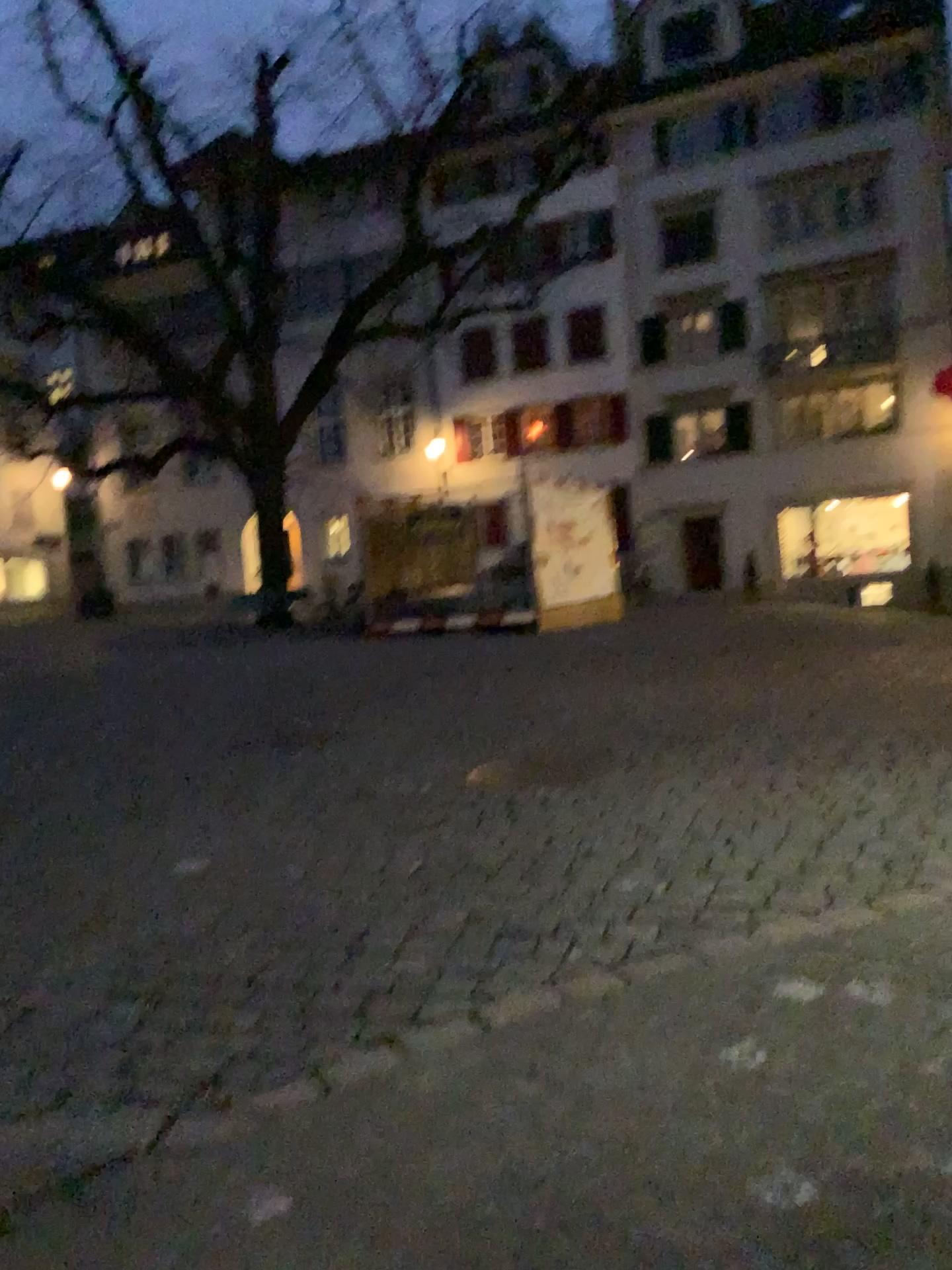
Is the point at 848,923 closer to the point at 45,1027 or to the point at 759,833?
the point at 759,833
